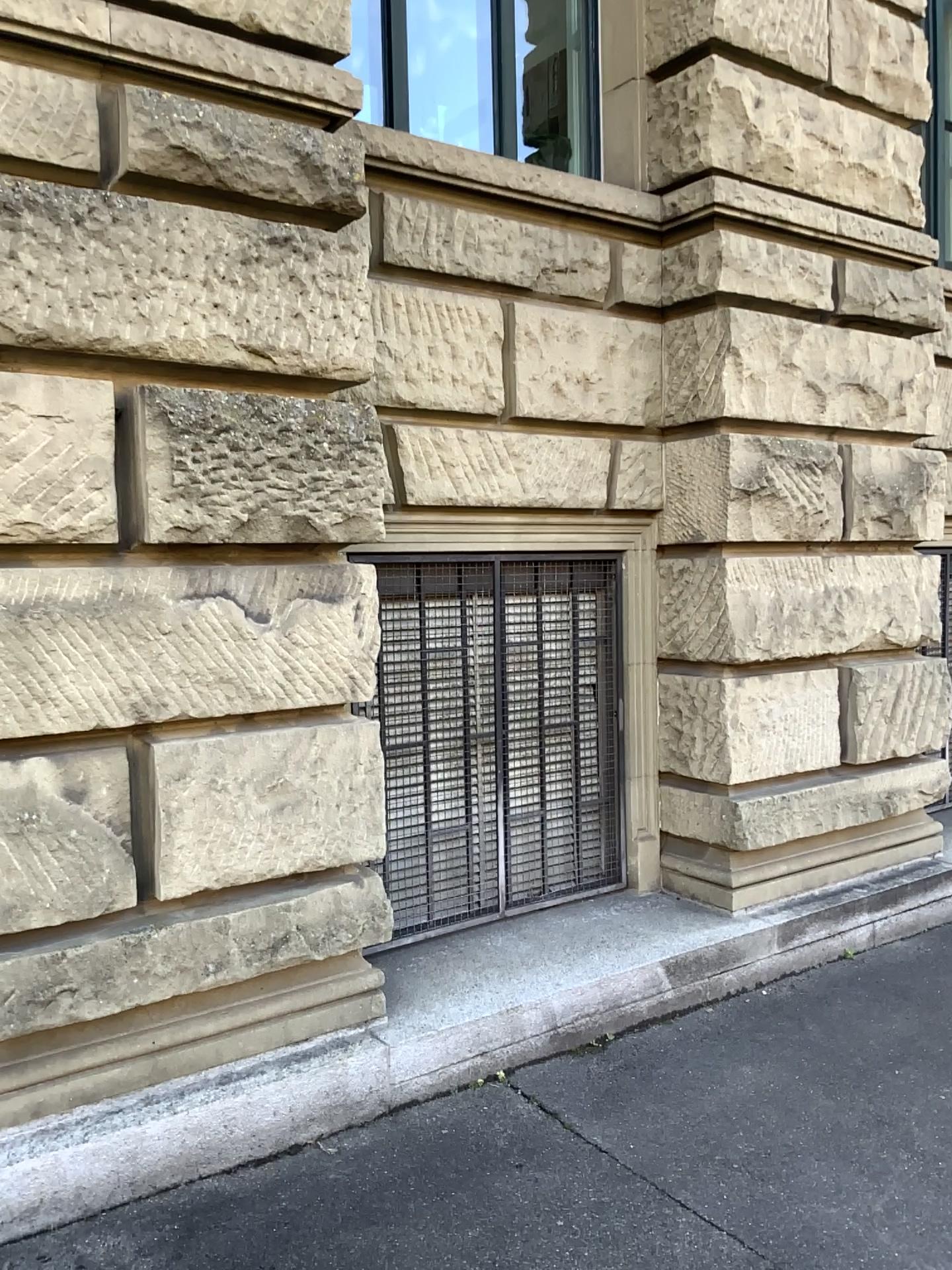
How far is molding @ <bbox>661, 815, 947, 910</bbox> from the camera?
4.47m

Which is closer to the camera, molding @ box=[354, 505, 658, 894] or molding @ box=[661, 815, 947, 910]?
molding @ box=[354, 505, 658, 894]

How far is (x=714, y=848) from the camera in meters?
4.5

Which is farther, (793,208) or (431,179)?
(793,208)

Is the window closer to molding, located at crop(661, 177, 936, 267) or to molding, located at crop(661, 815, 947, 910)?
molding, located at crop(661, 815, 947, 910)

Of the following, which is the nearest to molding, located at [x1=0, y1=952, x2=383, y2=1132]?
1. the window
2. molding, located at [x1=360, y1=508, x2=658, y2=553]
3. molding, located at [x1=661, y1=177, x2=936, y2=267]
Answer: the window

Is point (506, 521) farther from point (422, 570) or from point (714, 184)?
point (714, 184)

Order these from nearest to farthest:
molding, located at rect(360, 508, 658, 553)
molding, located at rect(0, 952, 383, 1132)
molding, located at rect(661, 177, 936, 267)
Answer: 1. molding, located at rect(0, 952, 383, 1132)
2. molding, located at rect(360, 508, 658, 553)
3. molding, located at rect(661, 177, 936, 267)

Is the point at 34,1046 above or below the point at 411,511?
below

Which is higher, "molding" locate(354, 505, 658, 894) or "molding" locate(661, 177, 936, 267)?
"molding" locate(661, 177, 936, 267)
